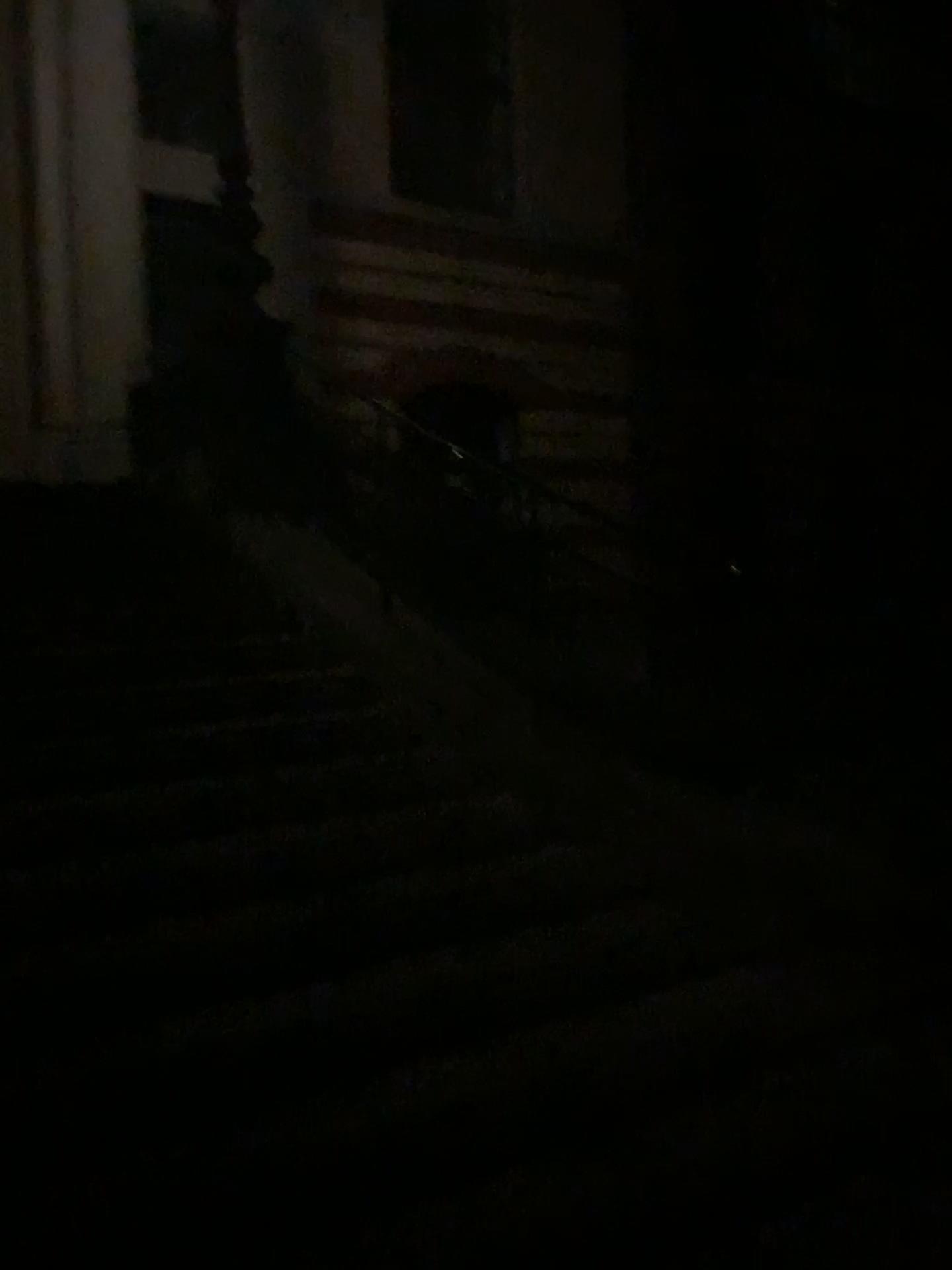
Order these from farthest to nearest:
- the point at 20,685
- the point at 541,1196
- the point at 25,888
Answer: the point at 20,685
the point at 25,888
the point at 541,1196

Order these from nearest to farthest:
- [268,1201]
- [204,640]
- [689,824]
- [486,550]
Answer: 1. [268,1201]
2. [689,824]
3. [486,550]
4. [204,640]

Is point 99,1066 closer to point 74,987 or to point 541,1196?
point 74,987

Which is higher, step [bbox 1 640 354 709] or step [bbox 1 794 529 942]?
step [bbox 1 640 354 709]

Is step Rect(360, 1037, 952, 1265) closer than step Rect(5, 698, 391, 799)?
Yes

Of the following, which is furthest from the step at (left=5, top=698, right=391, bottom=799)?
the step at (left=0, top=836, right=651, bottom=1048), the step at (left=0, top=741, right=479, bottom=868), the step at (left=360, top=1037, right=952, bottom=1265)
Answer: the step at (left=360, top=1037, right=952, bottom=1265)

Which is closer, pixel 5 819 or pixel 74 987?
pixel 74 987

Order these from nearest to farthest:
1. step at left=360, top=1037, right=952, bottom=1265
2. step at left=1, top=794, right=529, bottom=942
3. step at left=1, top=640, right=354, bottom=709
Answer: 1. step at left=360, top=1037, right=952, bottom=1265
2. step at left=1, top=794, right=529, bottom=942
3. step at left=1, top=640, right=354, bottom=709

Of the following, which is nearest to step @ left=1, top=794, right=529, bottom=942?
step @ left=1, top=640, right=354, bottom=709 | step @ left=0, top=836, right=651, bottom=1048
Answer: step @ left=0, top=836, right=651, bottom=1048

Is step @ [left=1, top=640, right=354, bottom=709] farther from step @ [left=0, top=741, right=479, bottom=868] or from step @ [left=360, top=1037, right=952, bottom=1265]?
step @ [left=360, top=1037, right=952, bottom=1265]
